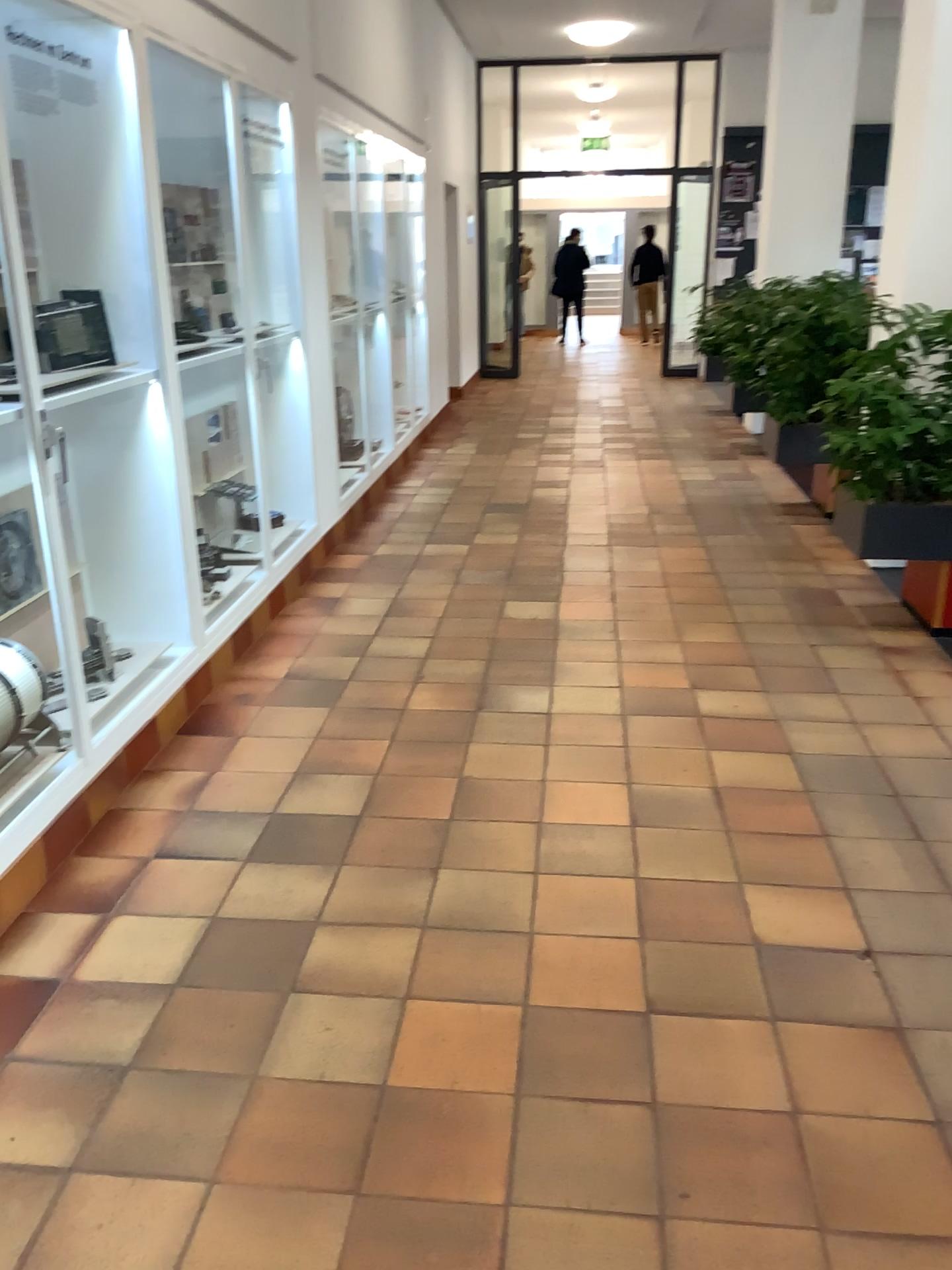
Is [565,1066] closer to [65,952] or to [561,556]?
[65,952]
